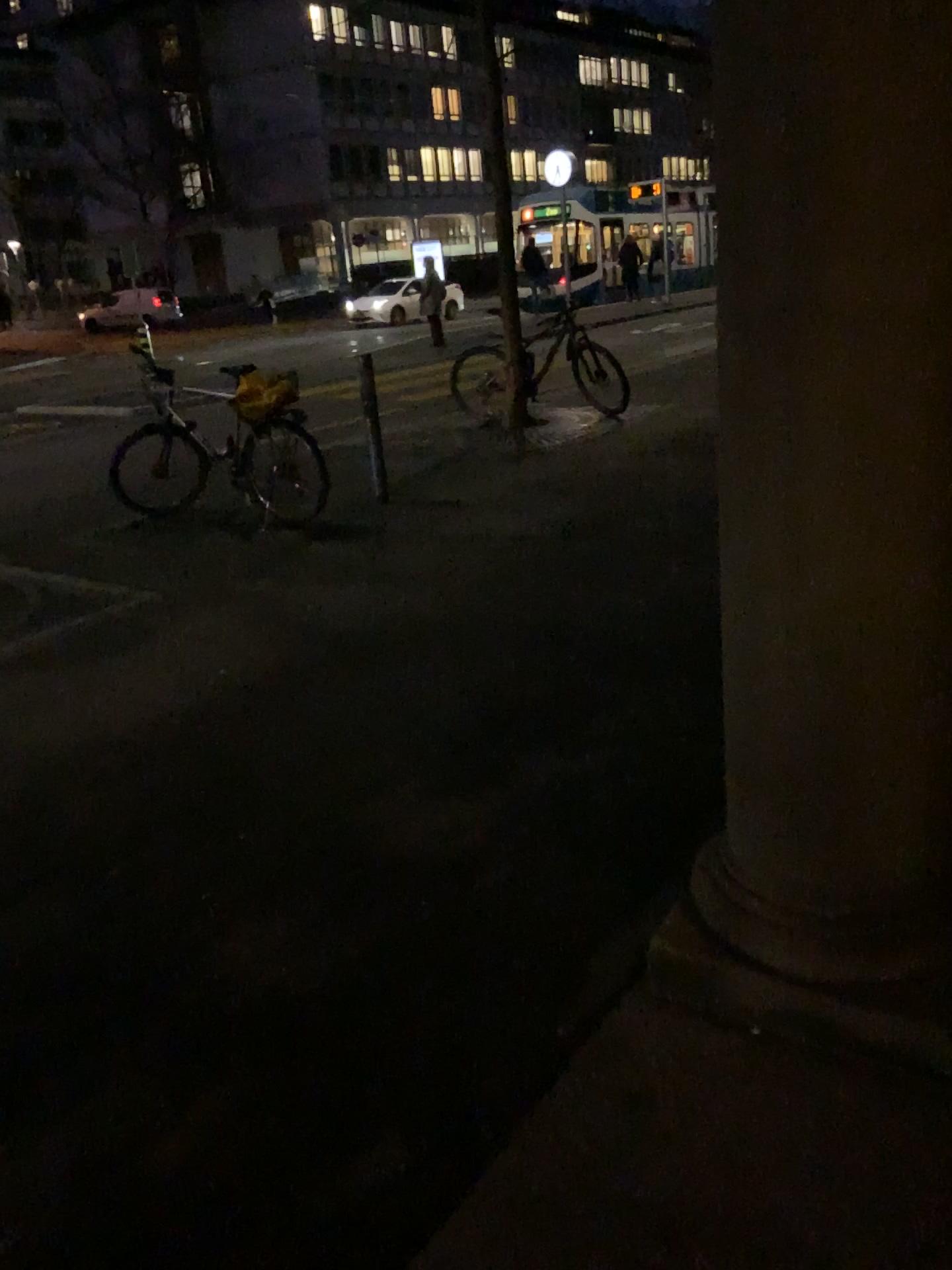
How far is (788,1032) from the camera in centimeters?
191cm
